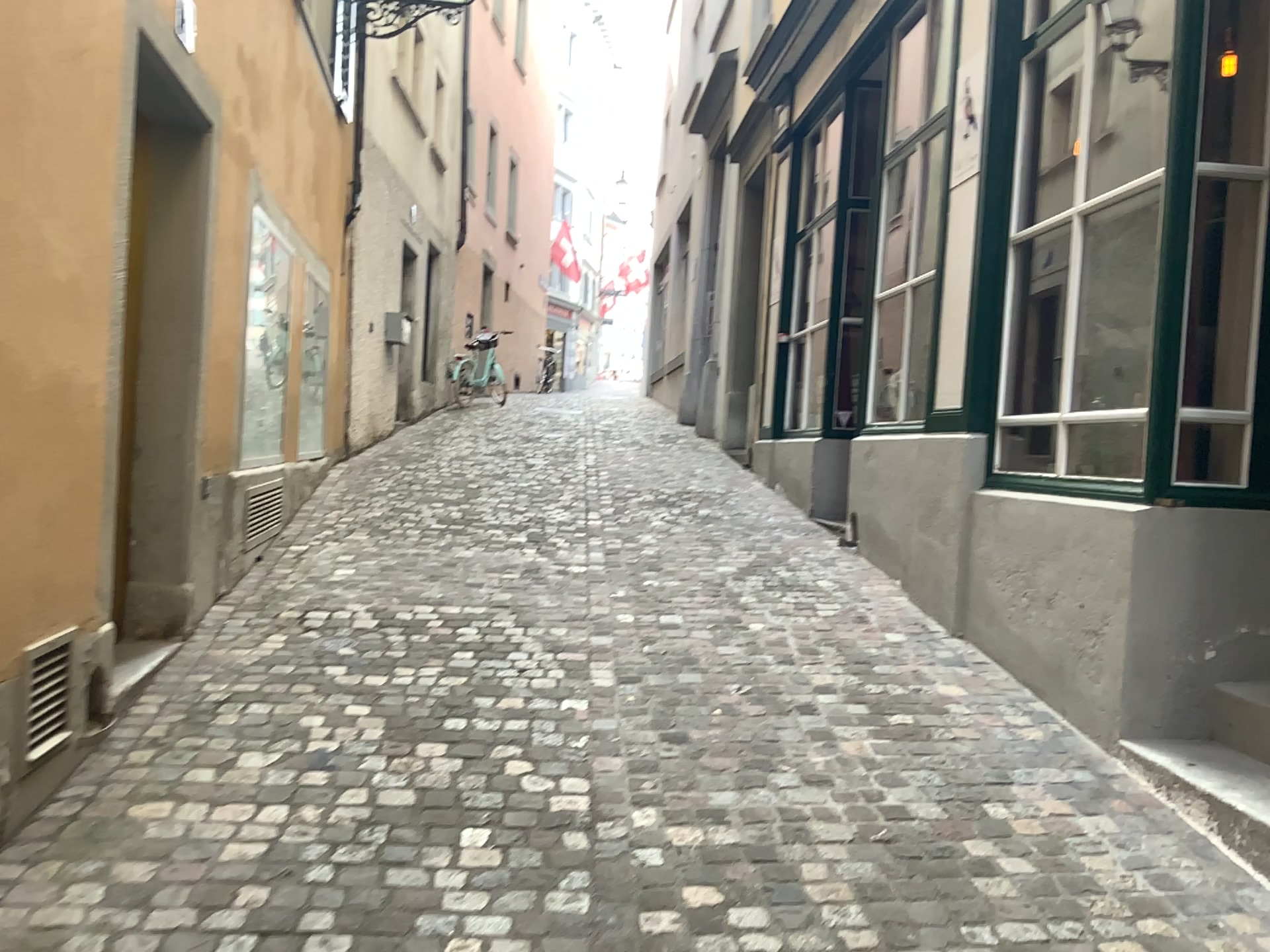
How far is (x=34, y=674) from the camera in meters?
2.7

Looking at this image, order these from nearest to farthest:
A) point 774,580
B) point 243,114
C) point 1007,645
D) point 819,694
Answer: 1. point 819,694
2. point 1007,645
3. point 243,114
4. point 774,580

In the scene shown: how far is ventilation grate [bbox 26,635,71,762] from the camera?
2.7 meters
